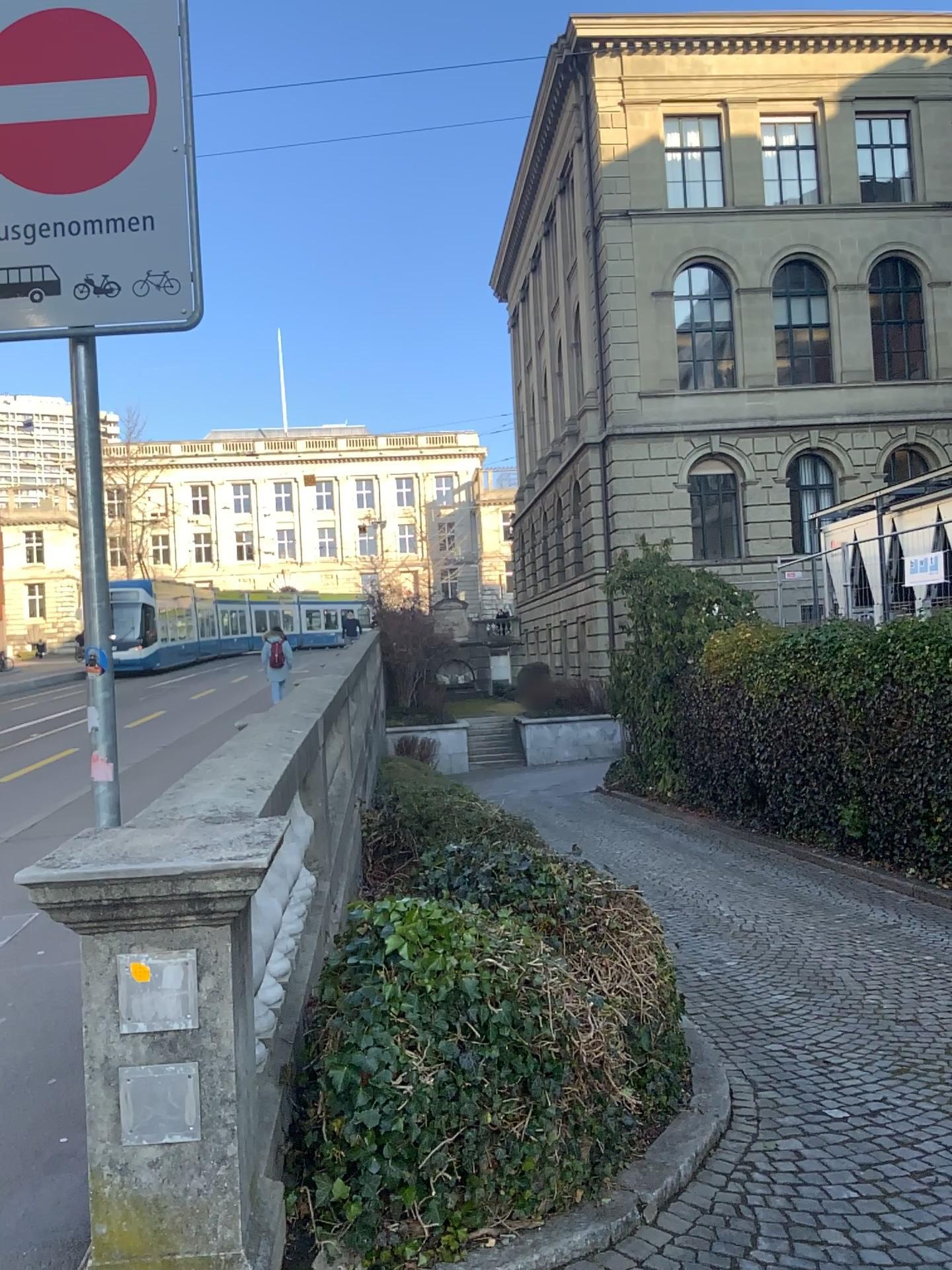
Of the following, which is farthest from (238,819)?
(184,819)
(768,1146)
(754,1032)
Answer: (754,1032)
